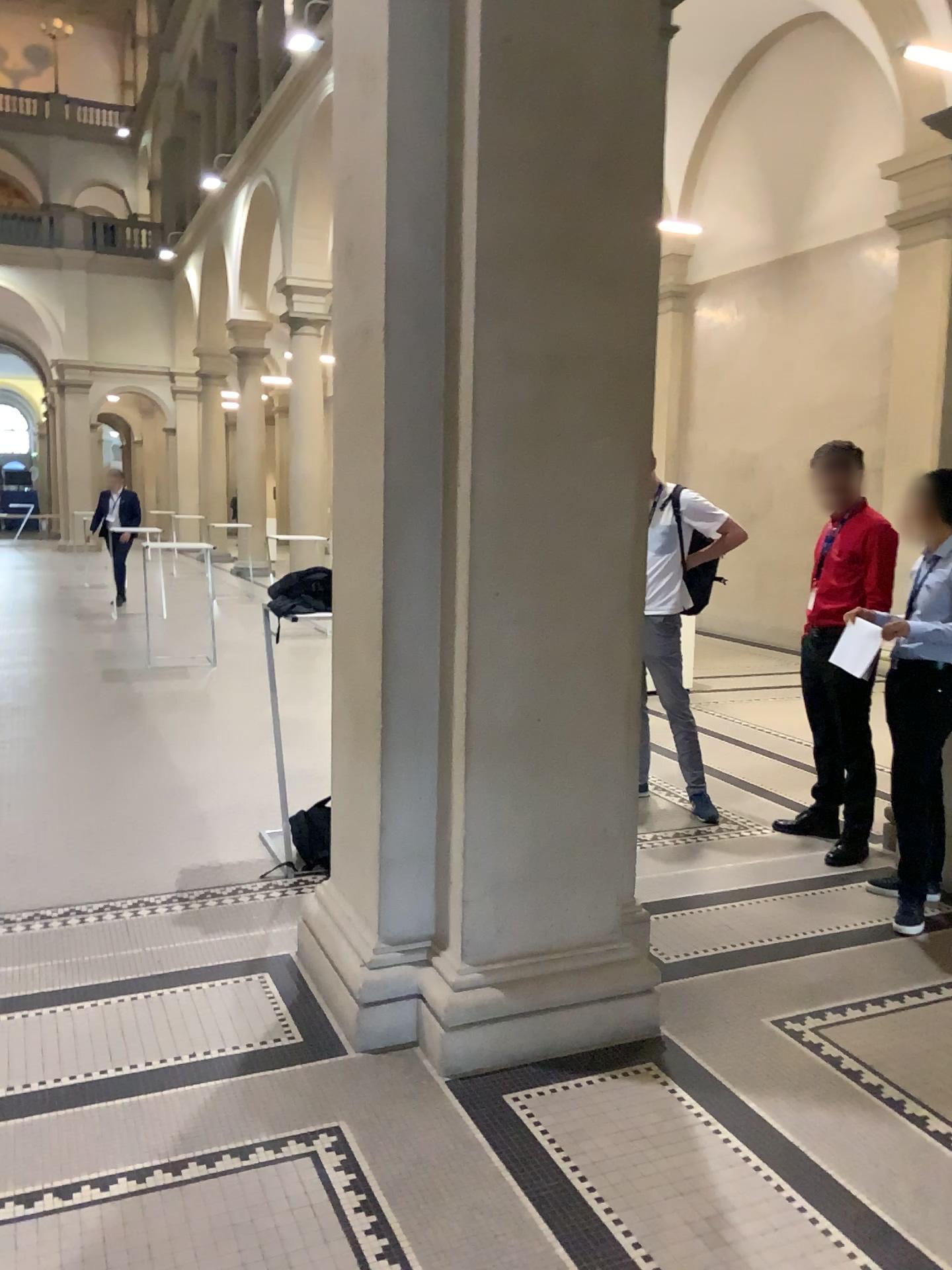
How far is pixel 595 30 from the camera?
2.8m

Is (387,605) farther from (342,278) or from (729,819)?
A: (729,819)

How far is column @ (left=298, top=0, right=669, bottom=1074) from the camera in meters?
2.8 m
